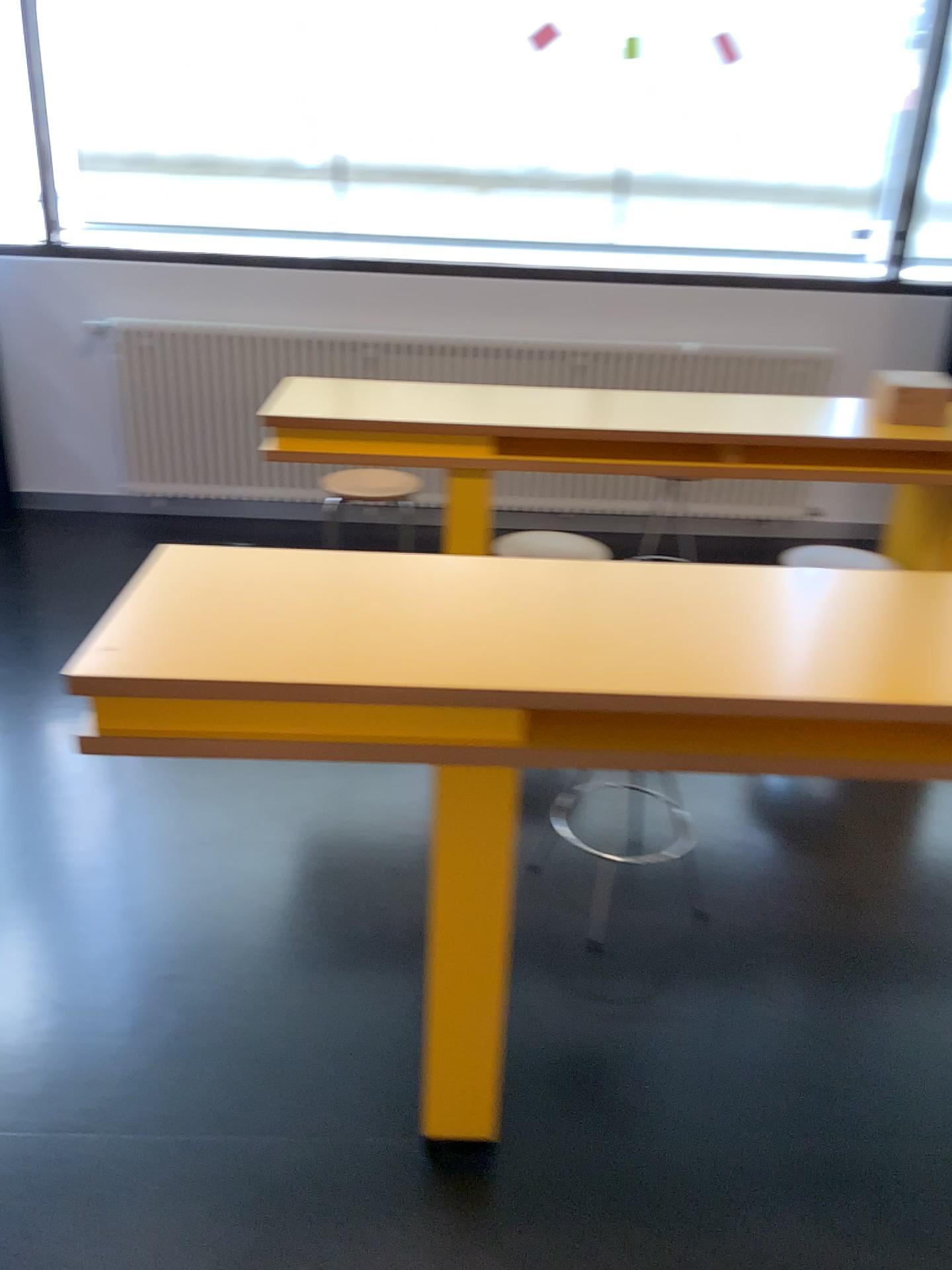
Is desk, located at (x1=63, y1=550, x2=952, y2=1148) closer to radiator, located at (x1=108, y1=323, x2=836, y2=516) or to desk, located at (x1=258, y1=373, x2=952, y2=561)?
desk, located at (x1=258, y1=373, x2=952, y2=561)

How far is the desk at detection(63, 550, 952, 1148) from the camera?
1.4m

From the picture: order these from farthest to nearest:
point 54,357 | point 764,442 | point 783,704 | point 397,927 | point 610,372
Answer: point 54,357, point 610,372, point 764,442, point 397,927, point 783,704

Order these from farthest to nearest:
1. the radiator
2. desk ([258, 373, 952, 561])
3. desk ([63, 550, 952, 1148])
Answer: the radiator < desk ([258, 373, 952, 561]) < desk ([63, 550, 952, 1148])

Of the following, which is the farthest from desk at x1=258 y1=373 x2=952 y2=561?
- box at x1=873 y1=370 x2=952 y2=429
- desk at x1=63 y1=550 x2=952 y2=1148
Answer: desk at x1=63 y1=550 x2=952 y2=1148

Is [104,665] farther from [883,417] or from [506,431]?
[883,417]

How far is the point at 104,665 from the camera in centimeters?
139cm

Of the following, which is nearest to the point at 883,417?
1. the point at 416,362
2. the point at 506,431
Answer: the point at 506,431

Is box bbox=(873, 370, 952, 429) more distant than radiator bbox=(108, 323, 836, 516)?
No
